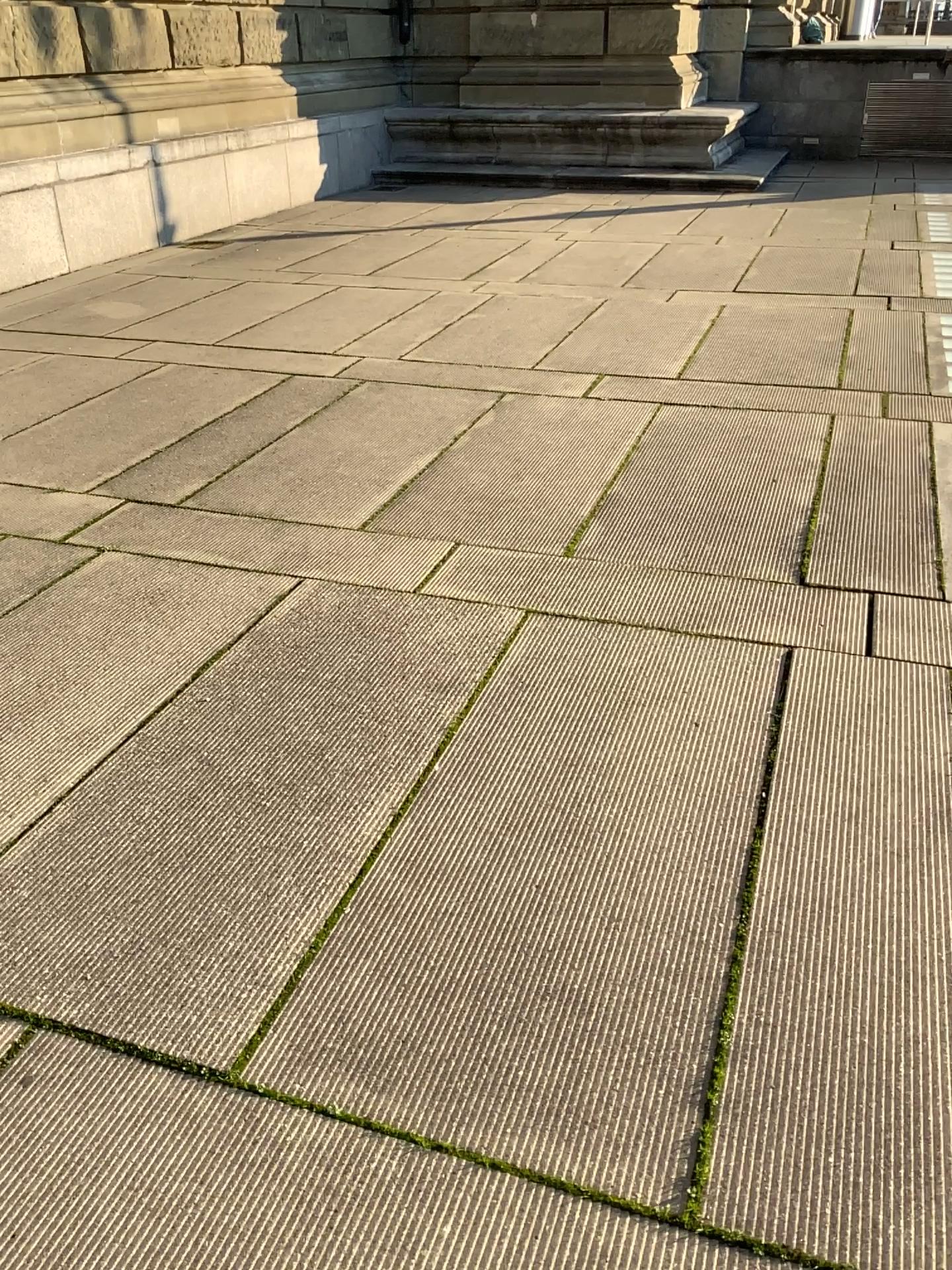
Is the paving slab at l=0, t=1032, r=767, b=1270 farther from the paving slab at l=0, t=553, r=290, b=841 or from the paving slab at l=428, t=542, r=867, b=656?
the paving slab at l=428, t=542, r=867, b=656

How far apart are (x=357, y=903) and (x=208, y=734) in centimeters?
71cm

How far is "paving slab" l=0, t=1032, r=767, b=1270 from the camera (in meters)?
1.45

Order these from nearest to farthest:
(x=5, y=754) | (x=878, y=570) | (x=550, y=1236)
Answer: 1. (x=550, y=1236)
2. (x=5, y=754)
3. (x=878, y=570)

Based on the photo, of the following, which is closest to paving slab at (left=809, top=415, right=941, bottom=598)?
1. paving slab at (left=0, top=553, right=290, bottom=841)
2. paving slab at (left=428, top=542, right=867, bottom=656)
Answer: paving slab at (left=428, top=542, right=867, bottom=656)

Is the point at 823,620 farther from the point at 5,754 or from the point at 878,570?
the point at 5,754

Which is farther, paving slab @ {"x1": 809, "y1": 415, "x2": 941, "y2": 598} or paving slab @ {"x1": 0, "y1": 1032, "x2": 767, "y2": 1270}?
paving slab @ {"x1": 809, "y1": 415, "x2": 941, "y2": 598}

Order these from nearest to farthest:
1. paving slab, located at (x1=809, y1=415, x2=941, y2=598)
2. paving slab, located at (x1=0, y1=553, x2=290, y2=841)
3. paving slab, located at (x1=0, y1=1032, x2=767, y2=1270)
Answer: paving slab, located at (x1=0, y1=1032, x2=767, y2=1270)
paving slab, located at (x1=0, y1=553, x2=290, y2=841)
paving slab, located at (x1=809, y1=415, x2=941, y2=598)

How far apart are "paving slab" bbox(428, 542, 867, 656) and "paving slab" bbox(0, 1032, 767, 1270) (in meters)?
1.76

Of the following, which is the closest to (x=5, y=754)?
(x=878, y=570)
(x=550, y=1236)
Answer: (x=550, y=1236)
